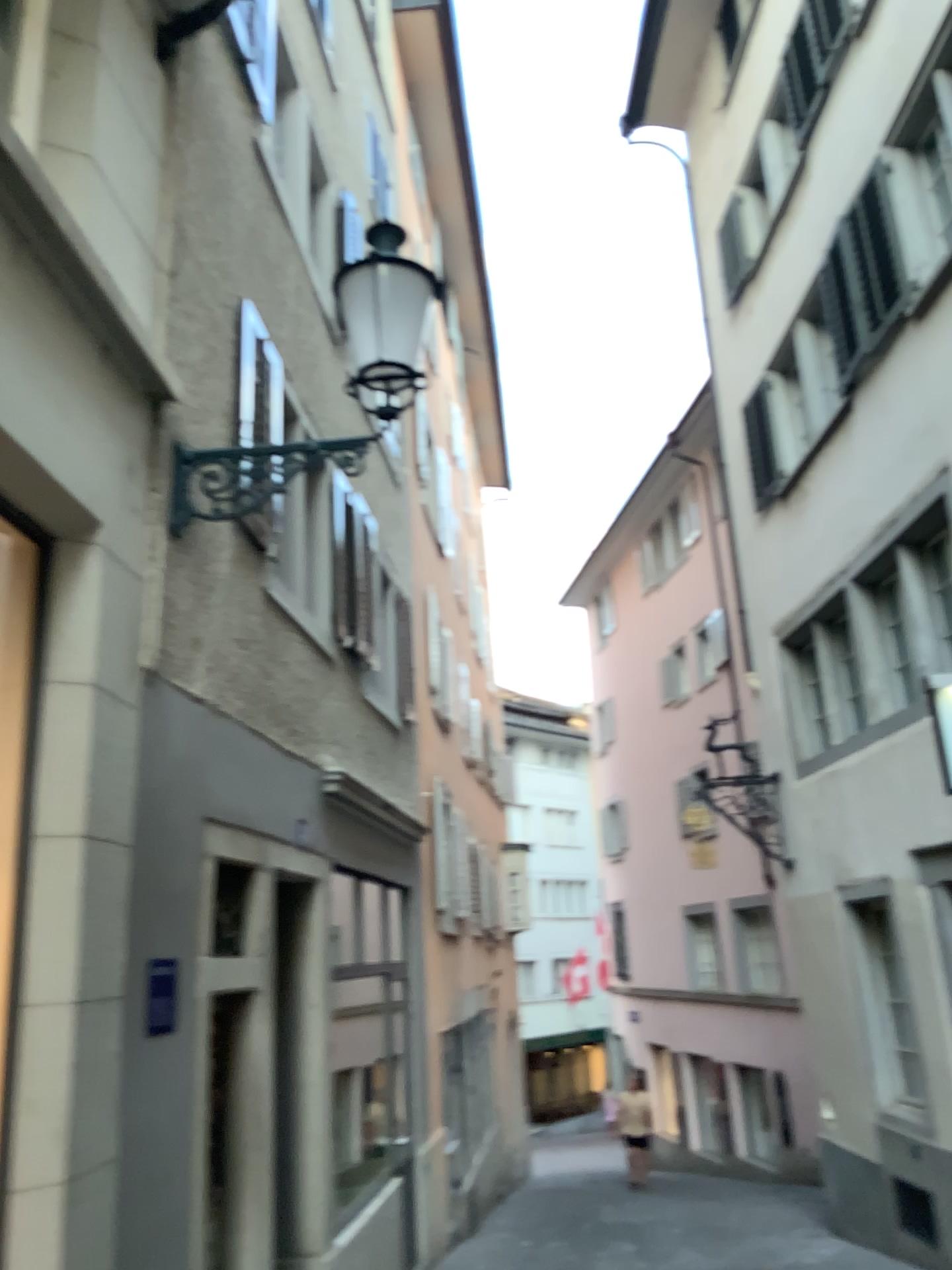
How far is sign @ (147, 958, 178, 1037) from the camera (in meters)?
4.05

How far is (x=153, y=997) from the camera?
4.0 meters

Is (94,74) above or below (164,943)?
above
